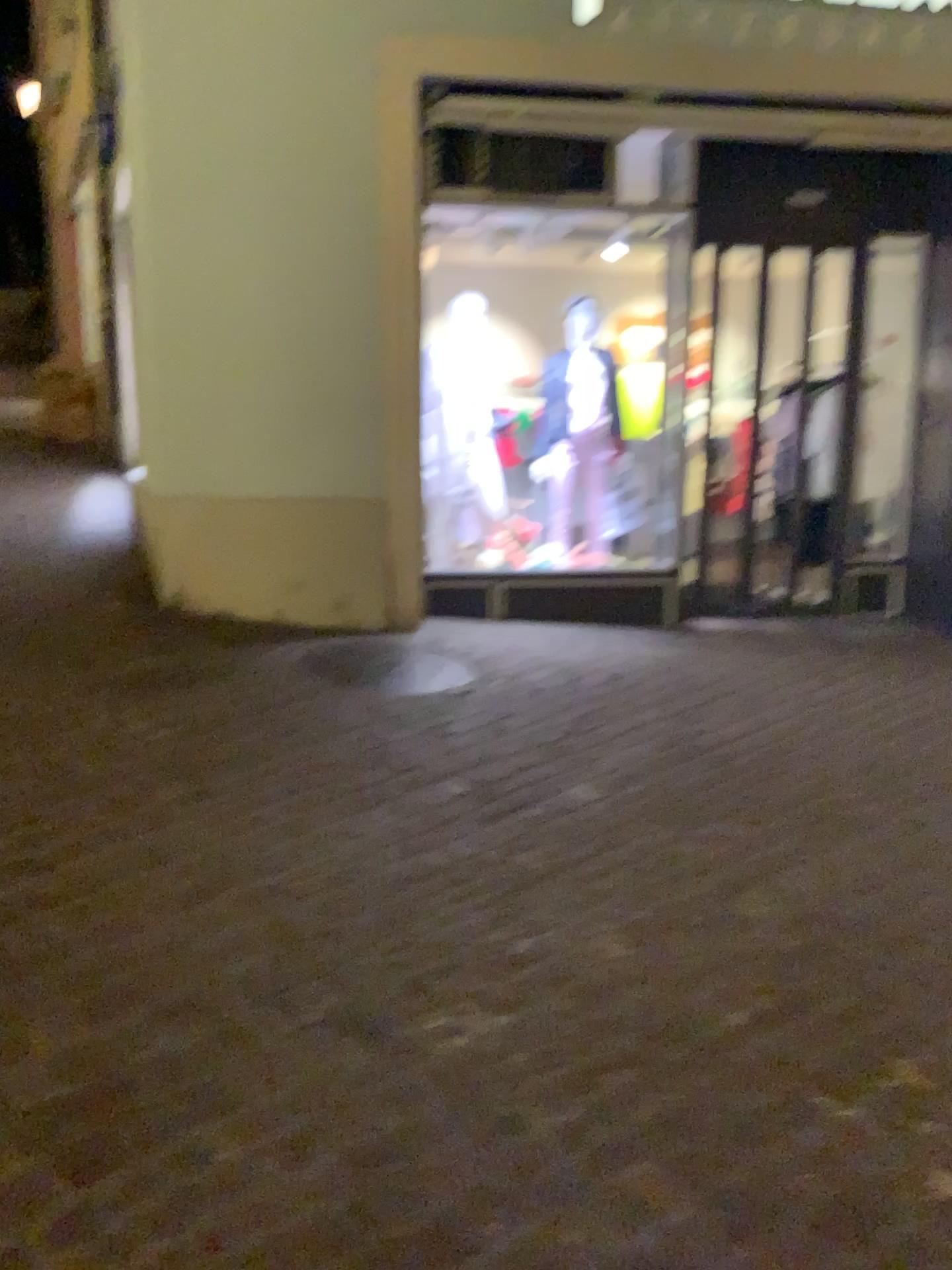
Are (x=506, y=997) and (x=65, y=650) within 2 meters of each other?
no
